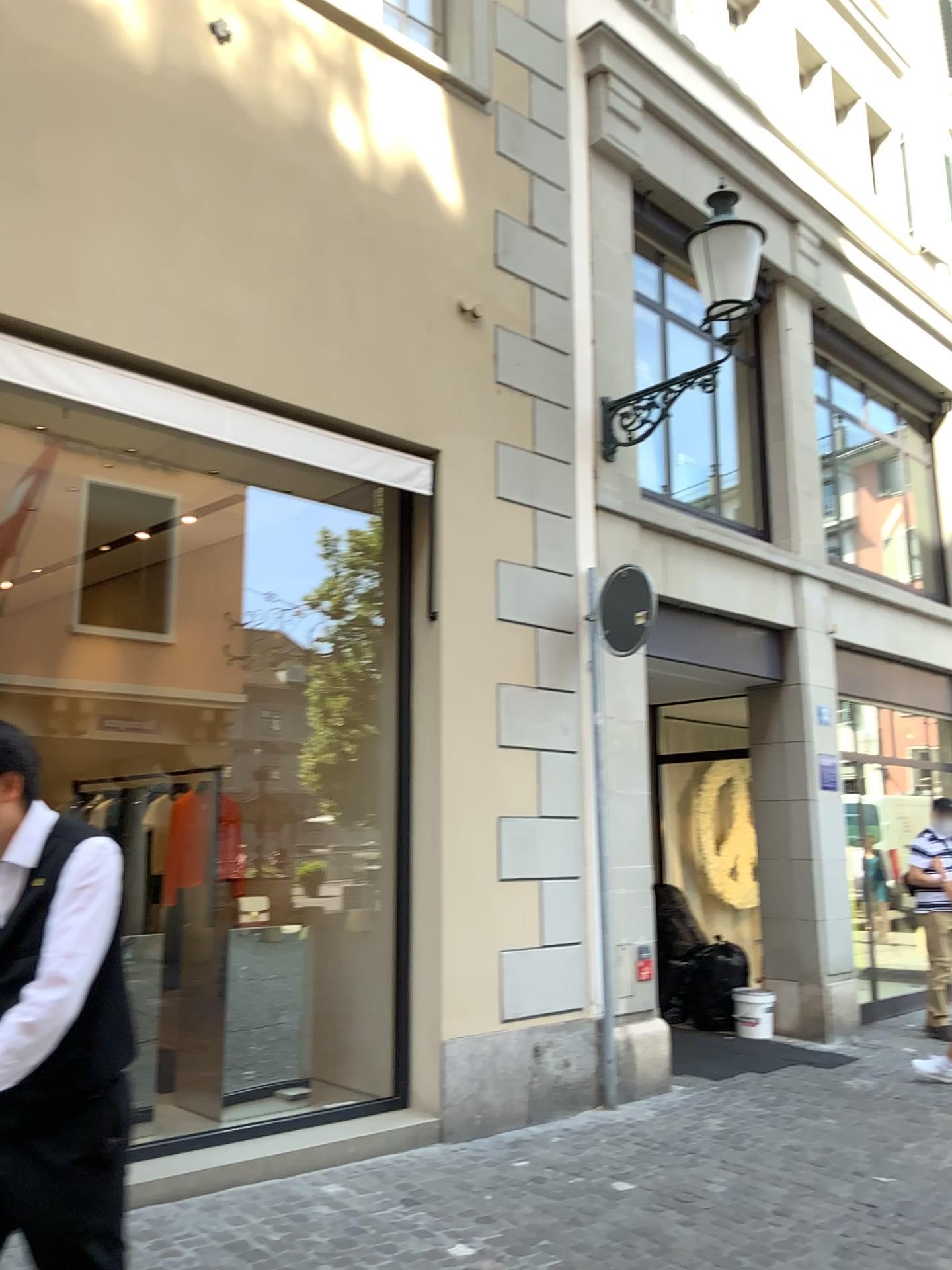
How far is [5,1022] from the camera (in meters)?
1.97

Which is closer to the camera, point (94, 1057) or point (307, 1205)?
point (94, 1057)

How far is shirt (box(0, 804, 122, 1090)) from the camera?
2.0m

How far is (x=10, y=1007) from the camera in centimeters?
208cm

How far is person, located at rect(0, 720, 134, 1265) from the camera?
2.08m
